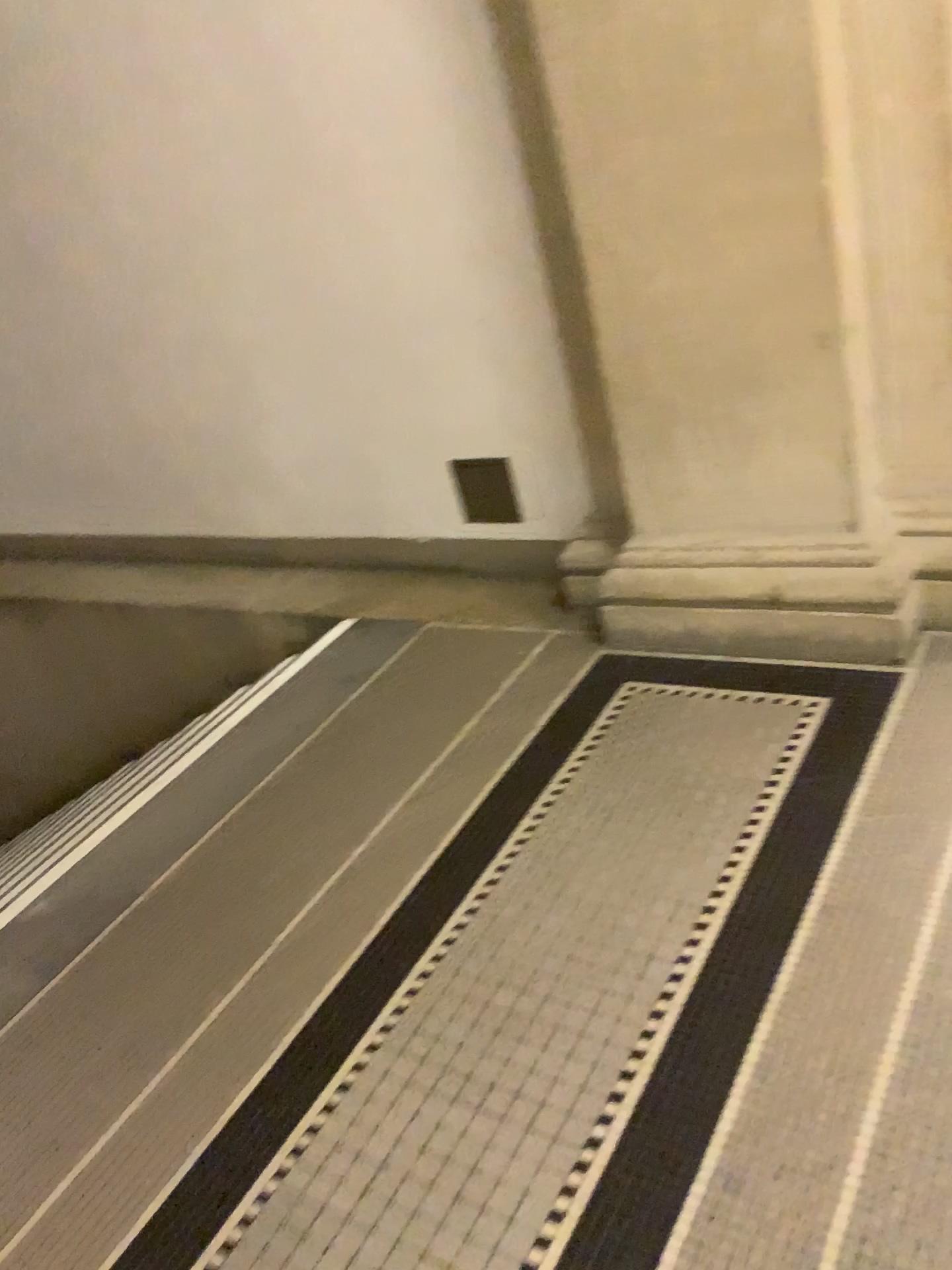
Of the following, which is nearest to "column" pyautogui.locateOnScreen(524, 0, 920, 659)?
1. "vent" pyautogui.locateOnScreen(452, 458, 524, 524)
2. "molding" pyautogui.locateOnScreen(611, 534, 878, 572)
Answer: "molding" pyautogui.locateOnScreen(611, 534, 878, 572)

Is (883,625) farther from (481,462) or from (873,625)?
(481,462)

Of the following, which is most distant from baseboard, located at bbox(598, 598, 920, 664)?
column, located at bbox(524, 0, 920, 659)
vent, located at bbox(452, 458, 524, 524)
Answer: vent, located at bbox(452, 458, 524, 524)

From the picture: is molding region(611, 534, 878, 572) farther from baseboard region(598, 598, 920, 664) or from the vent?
the vent

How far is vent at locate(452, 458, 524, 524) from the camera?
3.1m

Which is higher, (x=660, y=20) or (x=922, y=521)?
(x=660, y=20)

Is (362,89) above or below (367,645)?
above

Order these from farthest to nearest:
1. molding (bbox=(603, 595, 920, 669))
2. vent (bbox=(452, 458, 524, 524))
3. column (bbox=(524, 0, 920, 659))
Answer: vent (bbox=(452, 458, 524, 524)), molding (bbox=(603, 595, 920, 669)), column (bbox=(524, 0, 920, 659))

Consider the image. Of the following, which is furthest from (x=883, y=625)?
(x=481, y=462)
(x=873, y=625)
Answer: (x=481, y=462)

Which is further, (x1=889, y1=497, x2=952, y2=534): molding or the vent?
the vent
